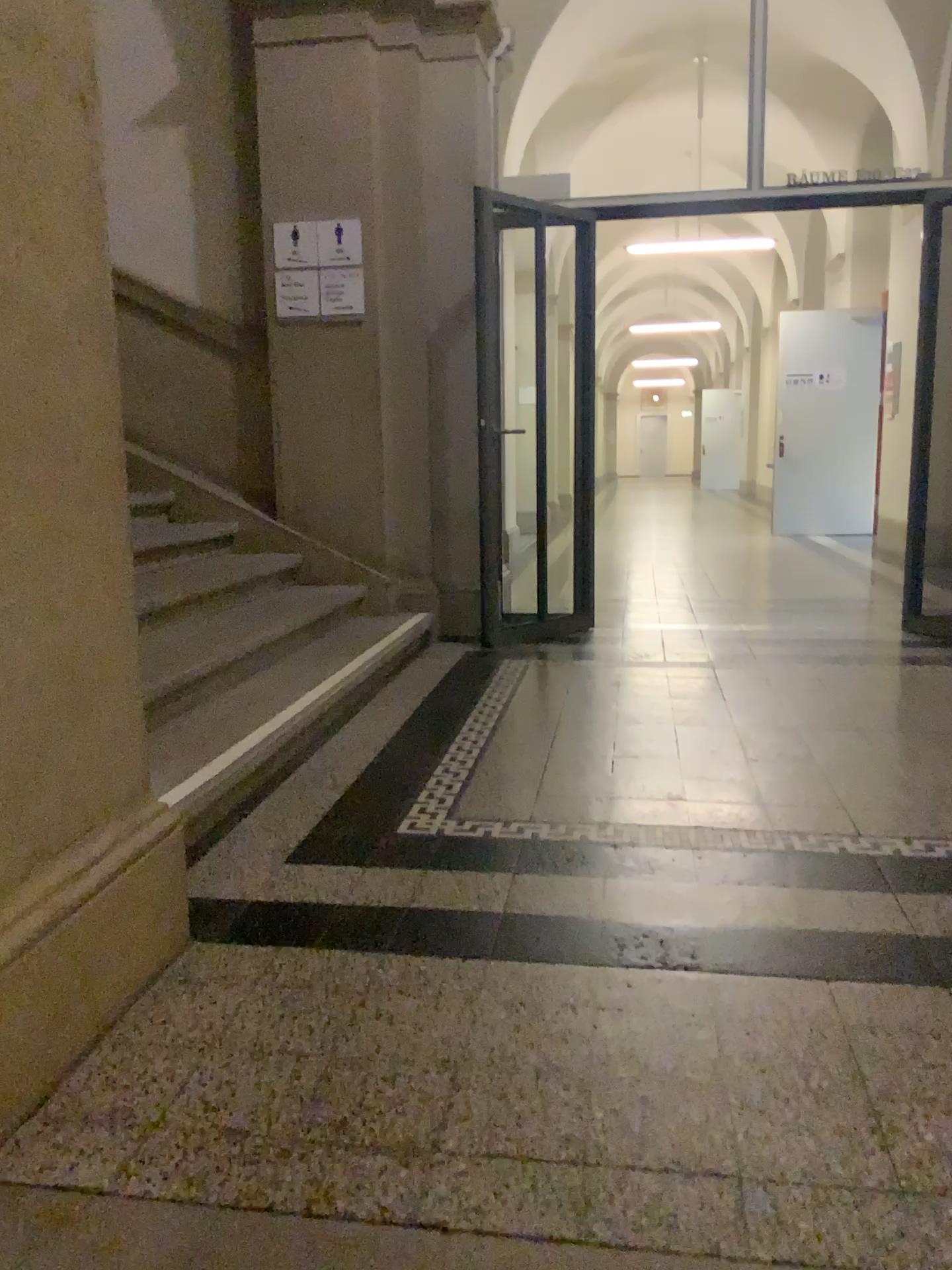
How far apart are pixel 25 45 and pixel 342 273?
3.57m

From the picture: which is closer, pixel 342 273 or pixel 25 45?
pixel 25 45

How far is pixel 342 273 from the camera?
5.0 meters

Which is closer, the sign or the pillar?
the pillar

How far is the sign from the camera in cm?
498

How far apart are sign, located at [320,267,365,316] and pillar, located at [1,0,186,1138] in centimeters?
336cm

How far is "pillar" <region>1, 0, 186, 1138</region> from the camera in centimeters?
151cm

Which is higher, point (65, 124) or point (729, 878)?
point (65, 124)
